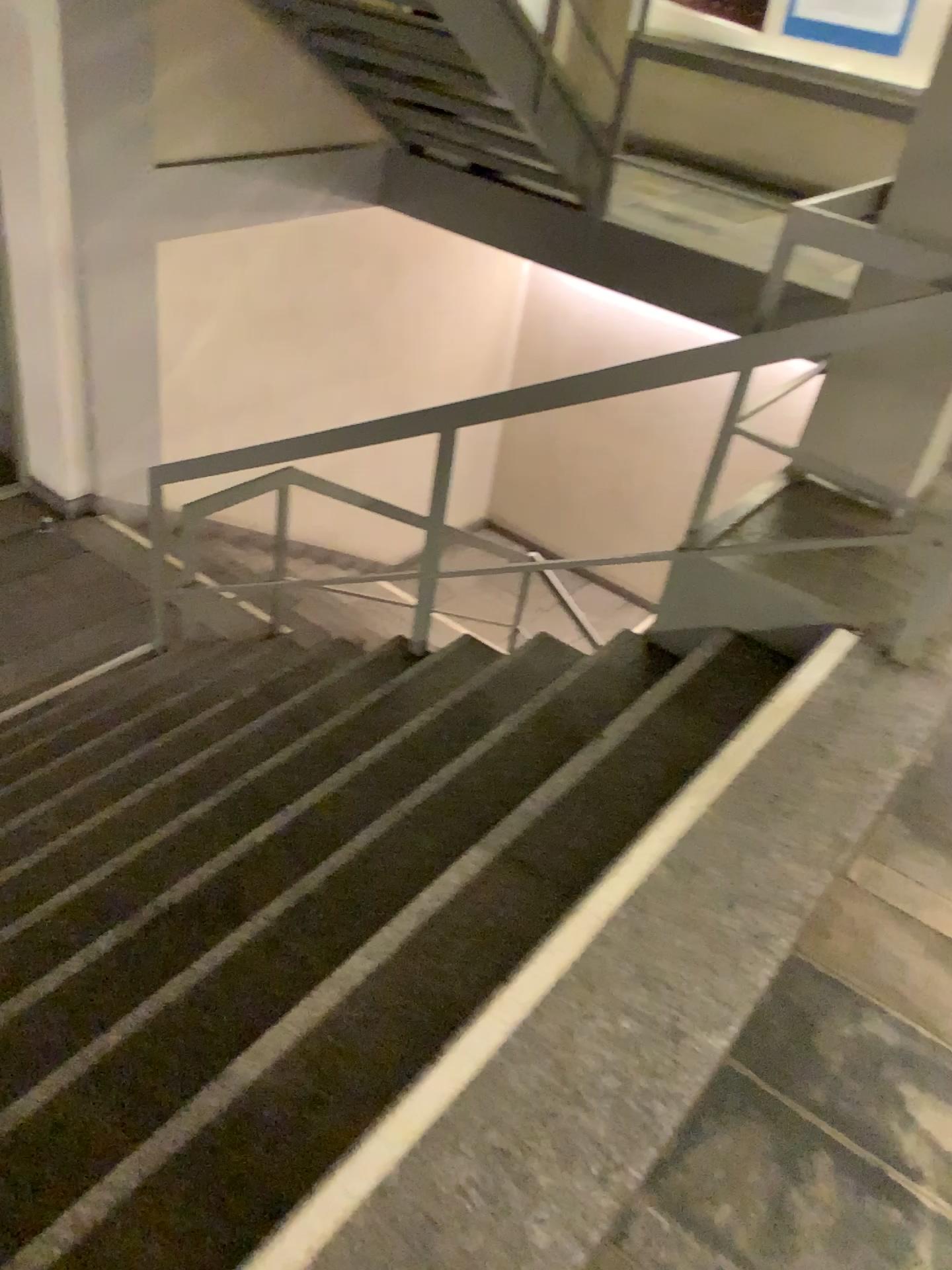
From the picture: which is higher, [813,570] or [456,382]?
[813,570]

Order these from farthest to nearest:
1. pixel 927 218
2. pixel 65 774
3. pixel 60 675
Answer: pixel 60 675 < pixel 65 774 < pixel 927 218

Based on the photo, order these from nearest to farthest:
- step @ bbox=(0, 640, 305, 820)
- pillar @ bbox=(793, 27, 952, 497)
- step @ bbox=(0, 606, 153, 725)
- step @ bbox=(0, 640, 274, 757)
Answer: pillar @ bbox=(793, 27, 952, 497) < step @ bbox=(0, 640, 305, 820) < step @ bbox=(0, 640, 274, 757) < step @ bbox=(0, 606, 153, 725)

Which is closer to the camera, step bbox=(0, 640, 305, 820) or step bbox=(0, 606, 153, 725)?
step bbox=(0, 640, 305, 820)

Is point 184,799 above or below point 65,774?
above

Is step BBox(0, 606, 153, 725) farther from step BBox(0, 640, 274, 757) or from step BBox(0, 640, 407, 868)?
step BBox(0, 640, 407, 868)

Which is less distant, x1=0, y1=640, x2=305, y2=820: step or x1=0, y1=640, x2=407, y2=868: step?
x1=0, y1=640, x2=407, y2=868: step

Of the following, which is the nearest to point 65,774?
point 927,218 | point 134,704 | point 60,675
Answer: point 134,704

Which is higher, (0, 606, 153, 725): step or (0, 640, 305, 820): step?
(0, 640, 305, 820): step

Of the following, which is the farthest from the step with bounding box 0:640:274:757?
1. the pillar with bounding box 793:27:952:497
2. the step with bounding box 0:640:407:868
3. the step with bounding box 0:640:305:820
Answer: the pillar with bounding box 793:27:952:497
